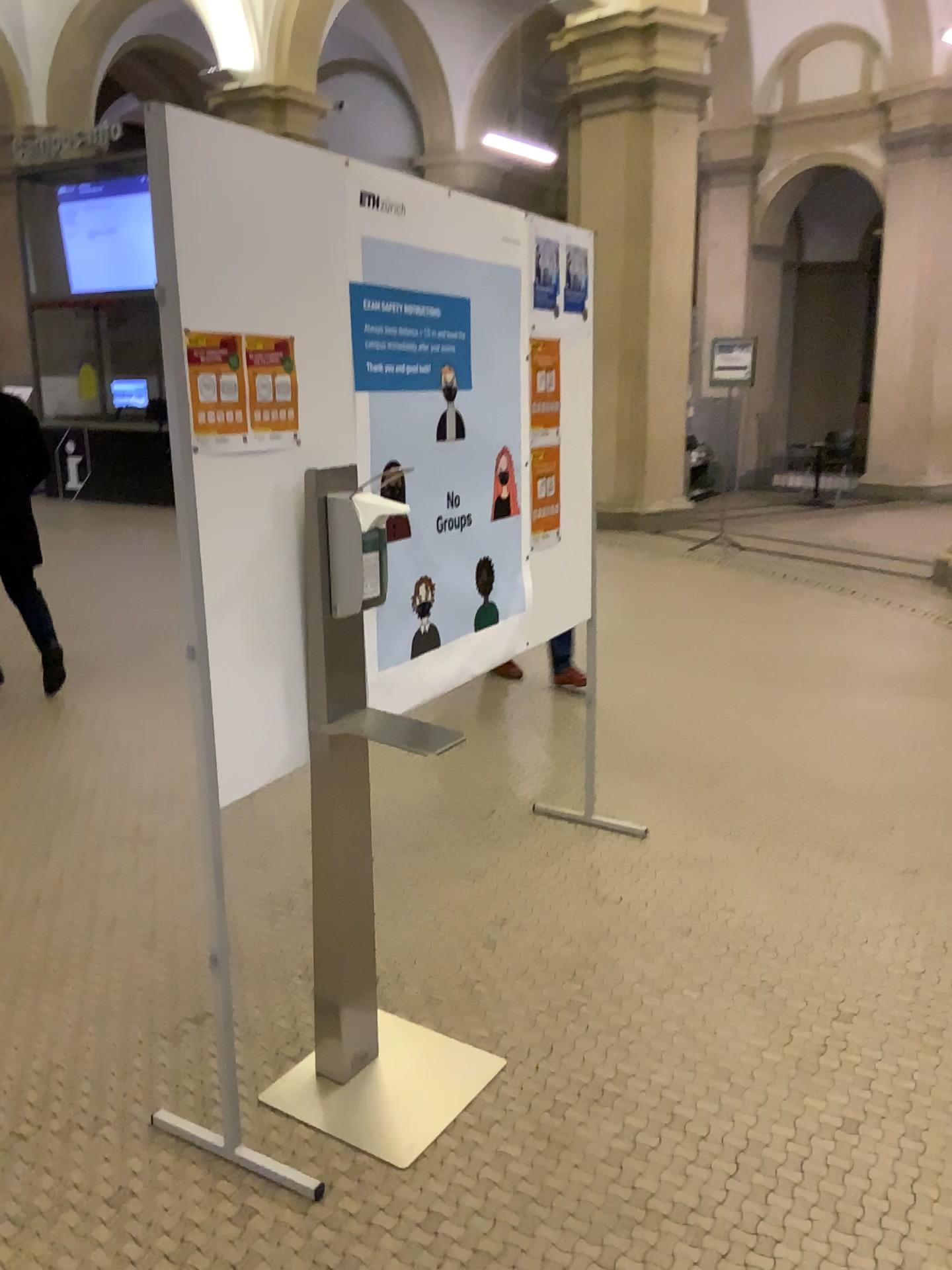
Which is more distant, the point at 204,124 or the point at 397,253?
the point at 397,253

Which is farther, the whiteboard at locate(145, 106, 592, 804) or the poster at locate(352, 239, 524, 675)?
the poster at locate(352, 239, 524, 675)

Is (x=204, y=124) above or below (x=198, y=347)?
above

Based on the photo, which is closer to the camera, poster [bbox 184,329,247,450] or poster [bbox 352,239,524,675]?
poster [bbox 184,329,247,450]

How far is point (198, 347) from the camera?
1.79m

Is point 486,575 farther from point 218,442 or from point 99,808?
point 99,808

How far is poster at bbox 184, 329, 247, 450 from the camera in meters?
1.8
